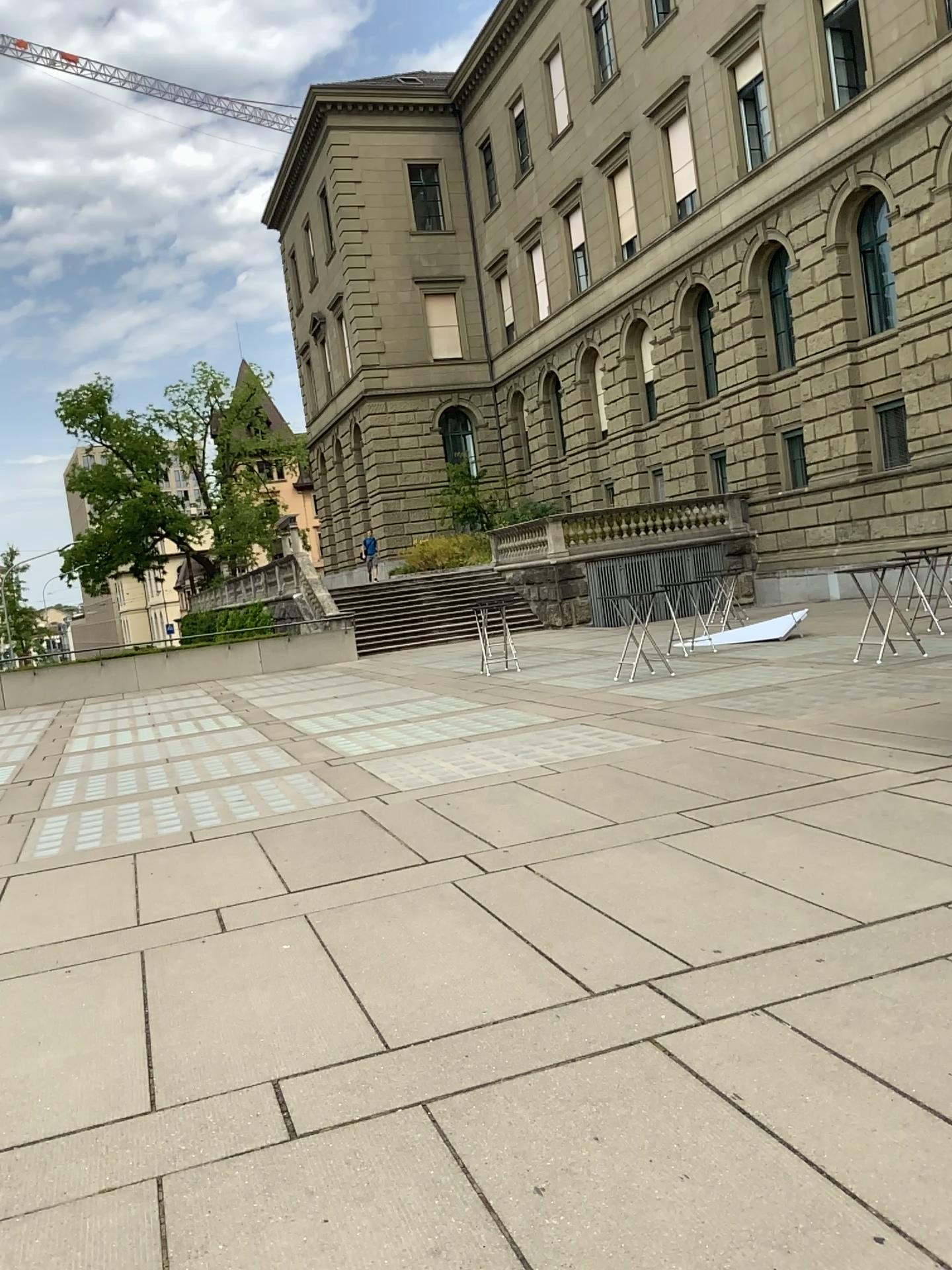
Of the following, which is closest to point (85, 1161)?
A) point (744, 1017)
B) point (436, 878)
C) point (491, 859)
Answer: point (744, 1017)
